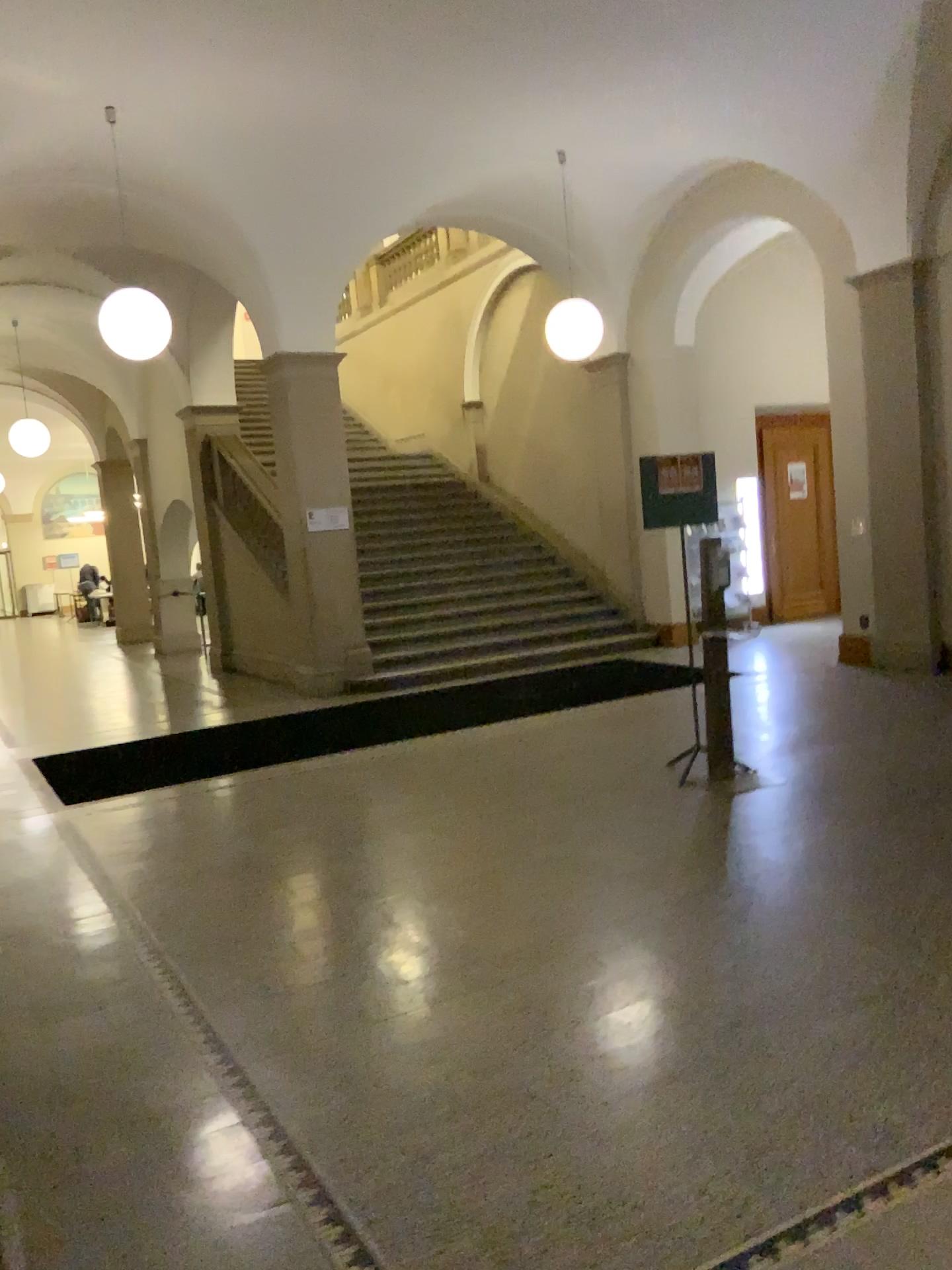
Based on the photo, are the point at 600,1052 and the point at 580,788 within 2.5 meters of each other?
no
